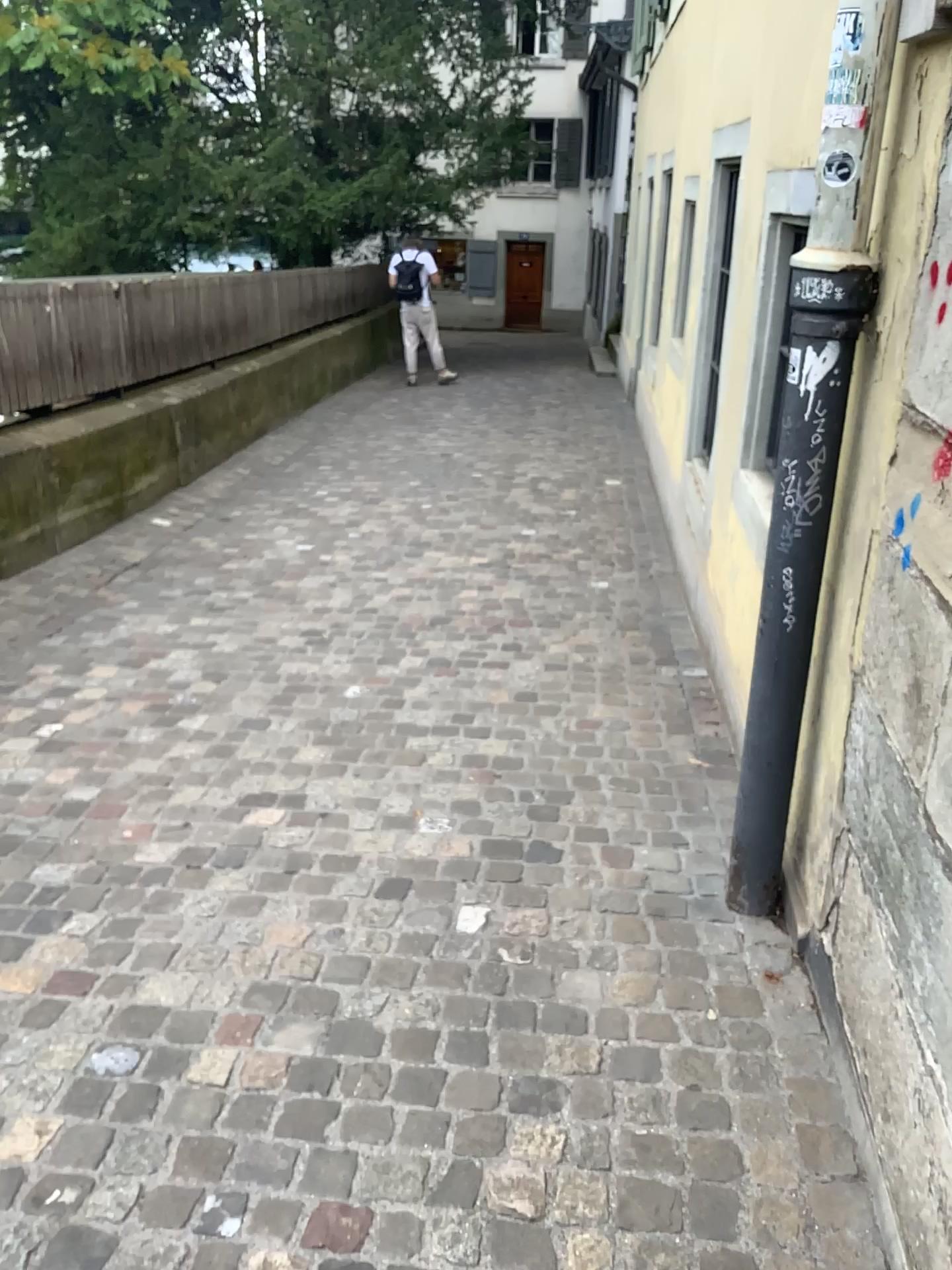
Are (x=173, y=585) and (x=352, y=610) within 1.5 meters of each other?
yes
